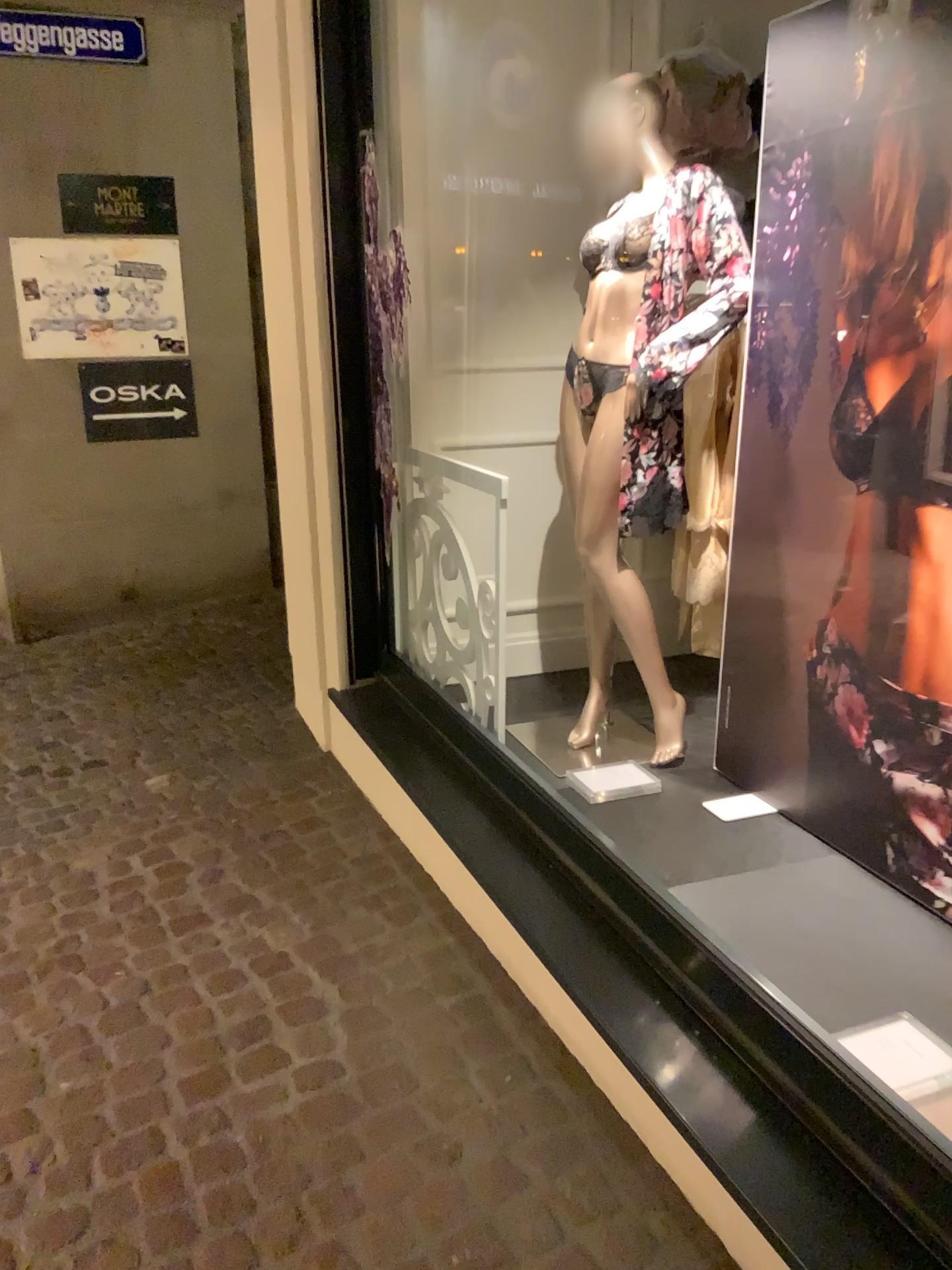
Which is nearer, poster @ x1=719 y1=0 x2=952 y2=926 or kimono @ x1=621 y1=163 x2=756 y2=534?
poster @ x1=719 y1=0 x2=952 y2=926

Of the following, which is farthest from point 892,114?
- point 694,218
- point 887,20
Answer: point 694,218

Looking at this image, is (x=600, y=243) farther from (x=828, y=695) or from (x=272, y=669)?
(x=272, y=669)

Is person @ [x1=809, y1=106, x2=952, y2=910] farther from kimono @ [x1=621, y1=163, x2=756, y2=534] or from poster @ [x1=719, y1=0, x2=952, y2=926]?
kimono @ [x1=621, y1=163, x2=756, y2=534]

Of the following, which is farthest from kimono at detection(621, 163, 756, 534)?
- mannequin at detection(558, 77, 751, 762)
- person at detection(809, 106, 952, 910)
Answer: person at detection(809, 106, 952, 910)

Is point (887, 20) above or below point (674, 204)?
above

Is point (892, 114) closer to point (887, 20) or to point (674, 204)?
Result: point (887, 20)

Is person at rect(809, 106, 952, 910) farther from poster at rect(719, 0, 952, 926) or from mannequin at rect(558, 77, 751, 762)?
mannequin at rect(558, 77, 751, 762)

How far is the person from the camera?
2.02m

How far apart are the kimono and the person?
0.4m
